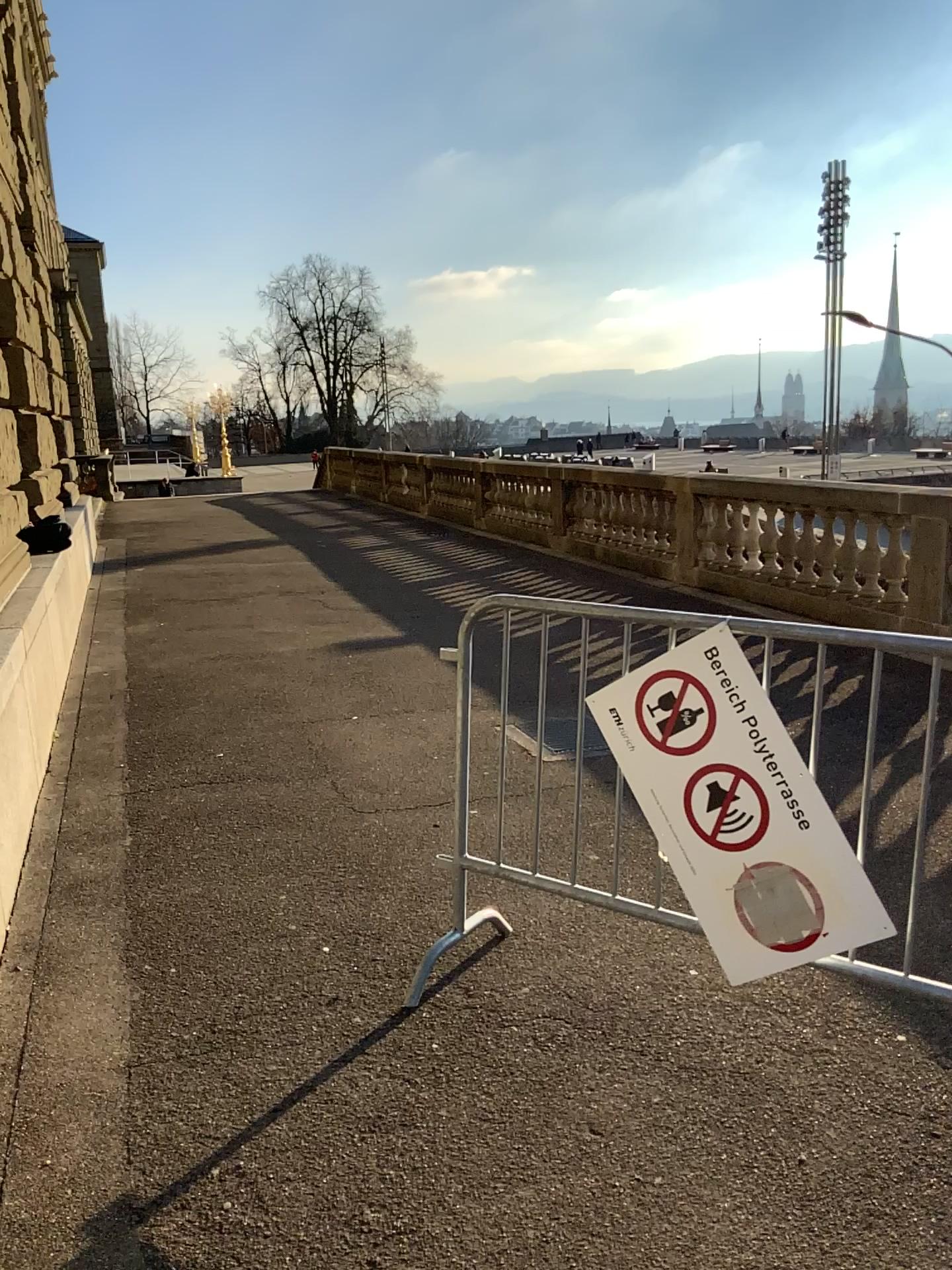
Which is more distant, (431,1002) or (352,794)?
(352,794)
